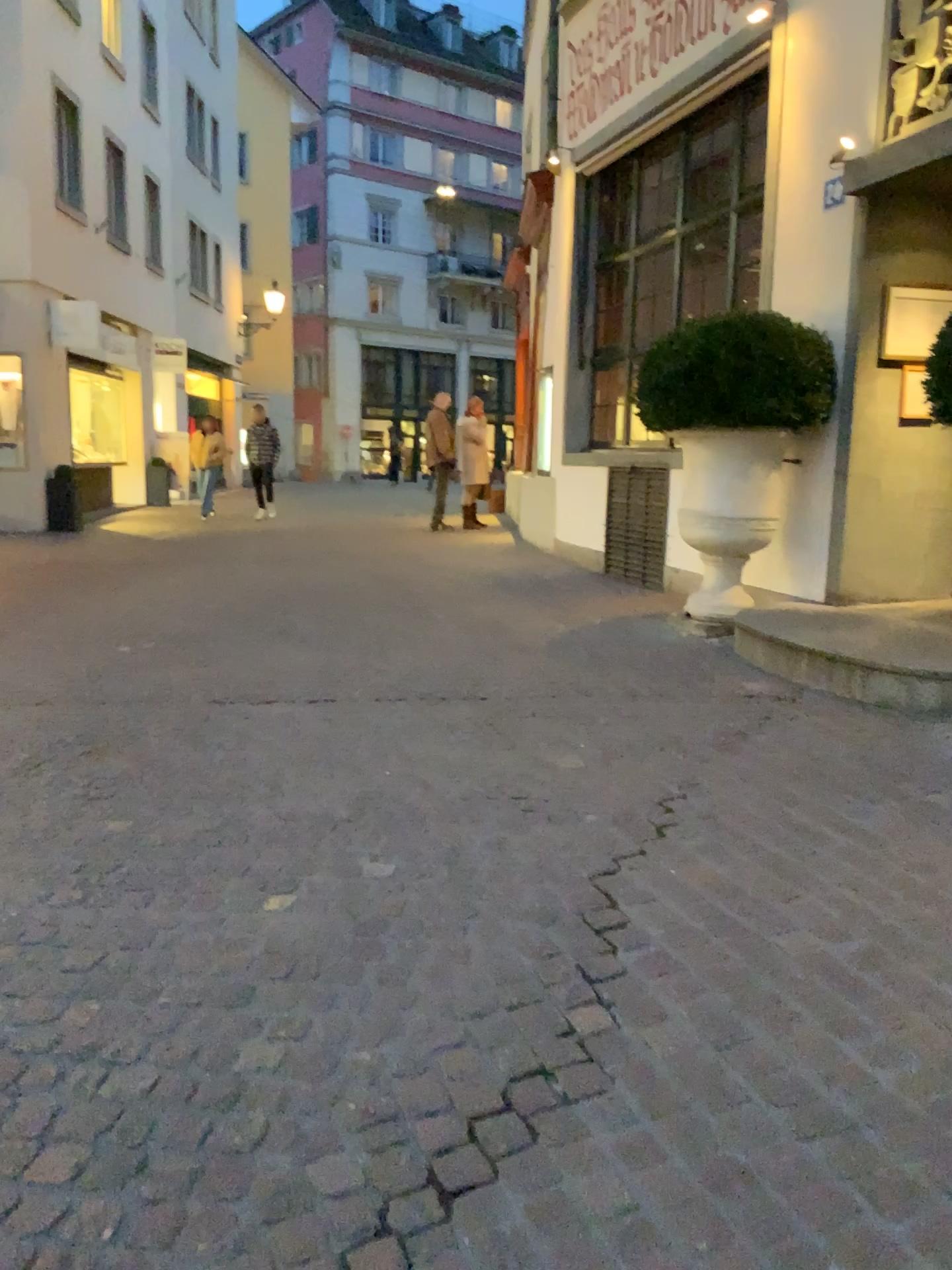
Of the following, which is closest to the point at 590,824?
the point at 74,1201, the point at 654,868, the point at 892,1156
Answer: the point at 654,868
